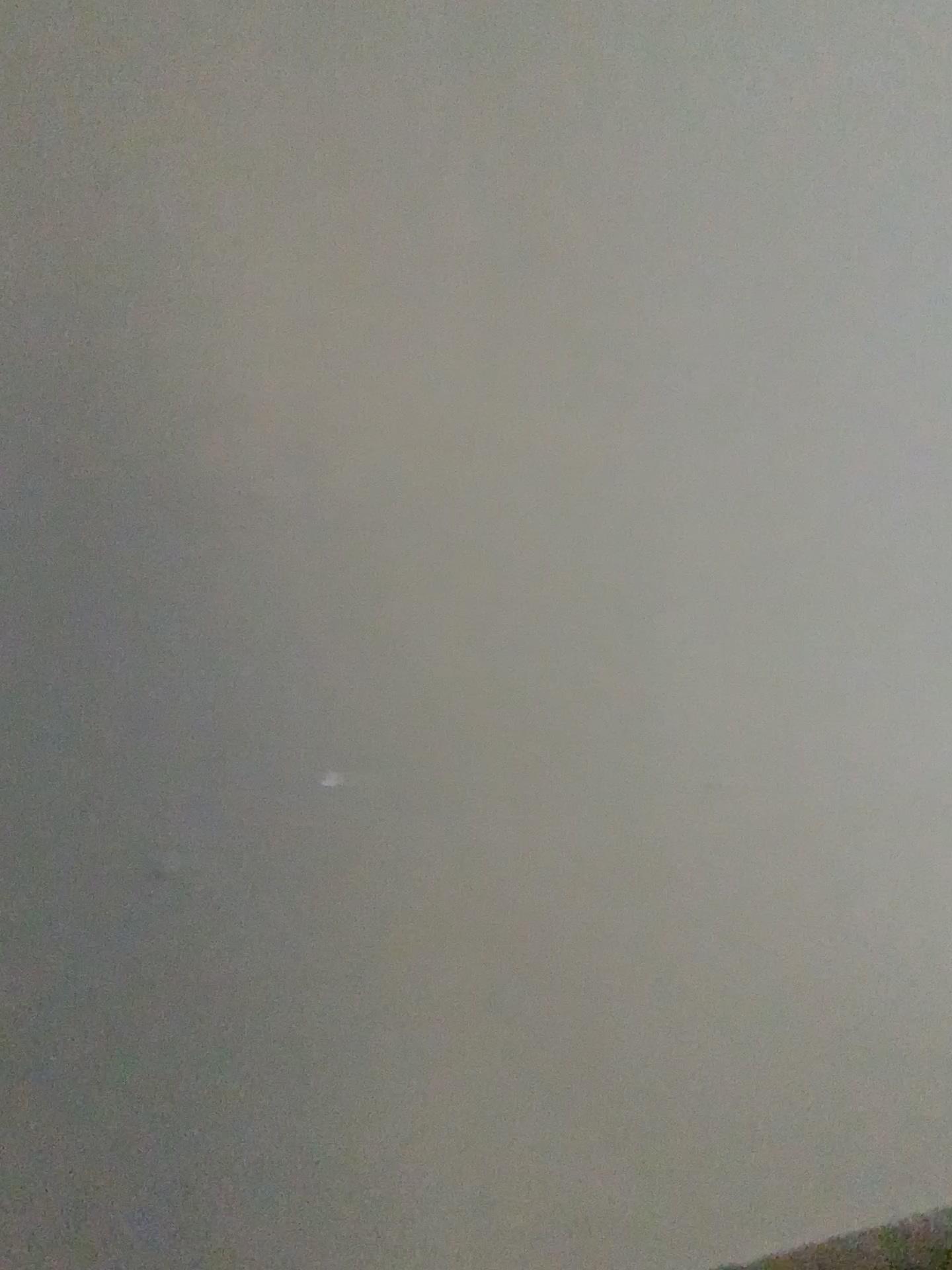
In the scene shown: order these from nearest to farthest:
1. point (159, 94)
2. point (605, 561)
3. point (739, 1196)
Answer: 1. point (159, 94)
2. point (605, 561)
3. point (739, 1196)
